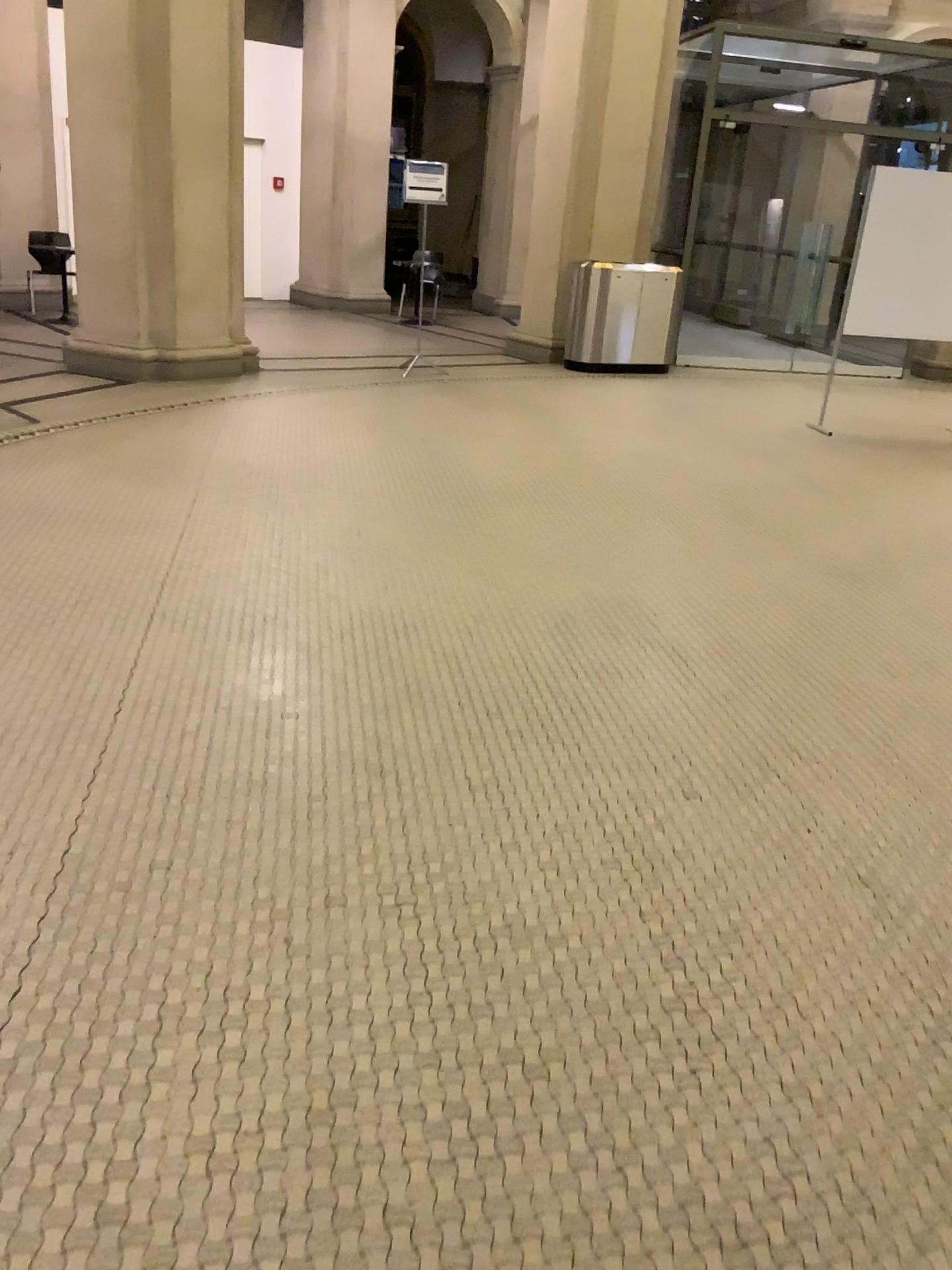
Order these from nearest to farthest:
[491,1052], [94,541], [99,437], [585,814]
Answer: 1. [491,1052]
2. [585,814]
3. [94,541]
4. [99,437]
